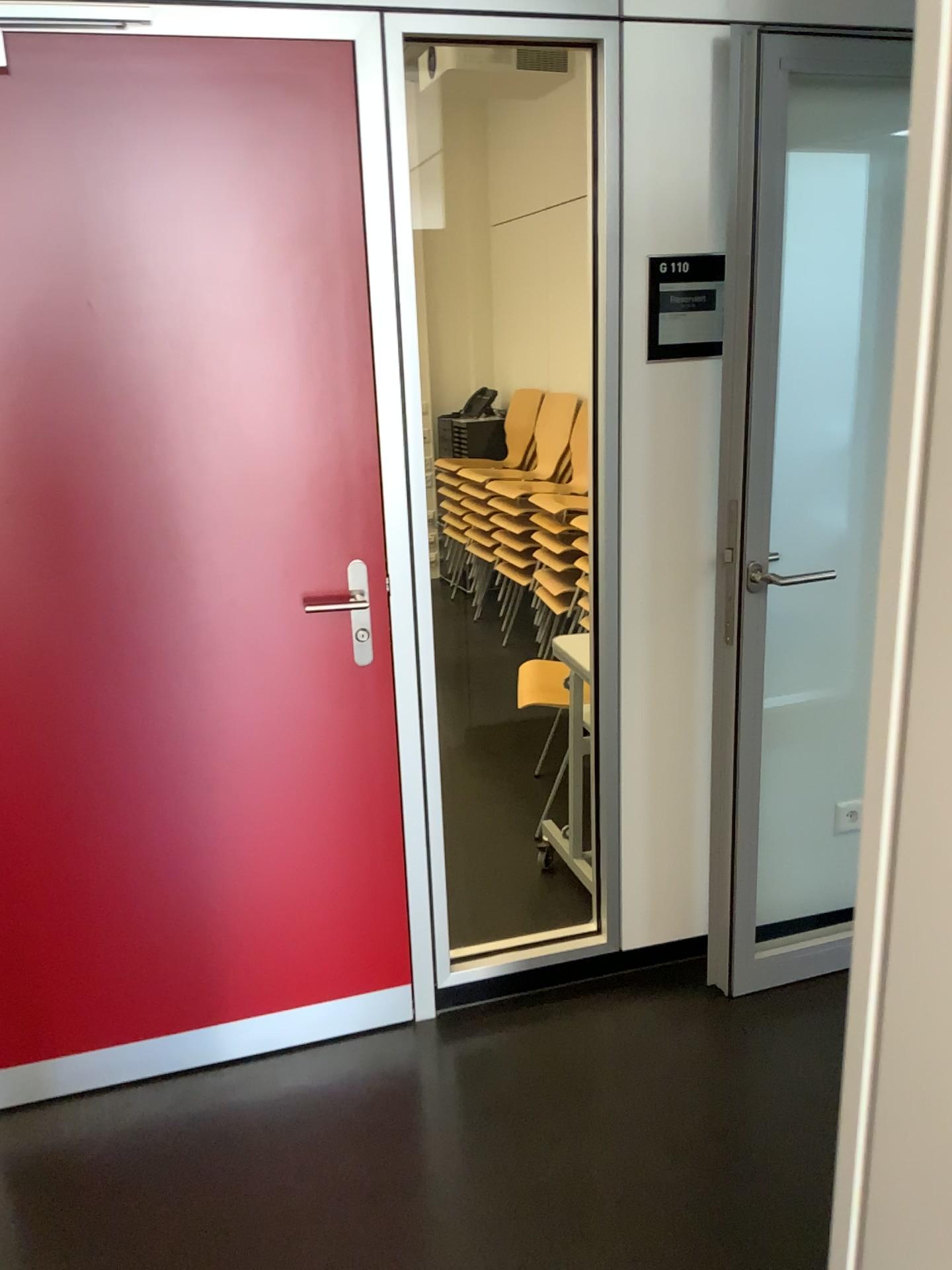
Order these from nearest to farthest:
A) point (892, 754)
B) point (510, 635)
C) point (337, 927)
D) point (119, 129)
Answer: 1. point (892, 754)
2. point (119, 129)
3. point (337, 927)
4. point (510, 635)

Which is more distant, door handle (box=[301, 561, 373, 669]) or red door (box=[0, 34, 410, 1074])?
door handle (box=[301, 561, 373, 669])

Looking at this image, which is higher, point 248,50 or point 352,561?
point 248,50

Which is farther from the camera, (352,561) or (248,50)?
(352,561)

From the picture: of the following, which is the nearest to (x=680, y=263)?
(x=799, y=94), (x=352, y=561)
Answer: (x=799, y=94)

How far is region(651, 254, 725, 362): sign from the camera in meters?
2.2

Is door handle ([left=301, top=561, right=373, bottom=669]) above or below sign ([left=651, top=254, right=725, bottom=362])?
below

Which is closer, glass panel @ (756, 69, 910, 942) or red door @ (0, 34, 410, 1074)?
red door @ (0, 34, 410, 1074)

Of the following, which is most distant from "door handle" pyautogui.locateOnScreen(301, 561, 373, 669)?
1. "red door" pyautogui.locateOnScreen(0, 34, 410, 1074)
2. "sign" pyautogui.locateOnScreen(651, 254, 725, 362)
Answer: "sign" pyautogui.locateOnScreen(651, 254, 725, 362)

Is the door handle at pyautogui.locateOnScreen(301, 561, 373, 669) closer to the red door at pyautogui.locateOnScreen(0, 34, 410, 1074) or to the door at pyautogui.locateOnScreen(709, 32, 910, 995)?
the red door at pyautogui.locateOnScreen(0, 34, 410, 1074)
